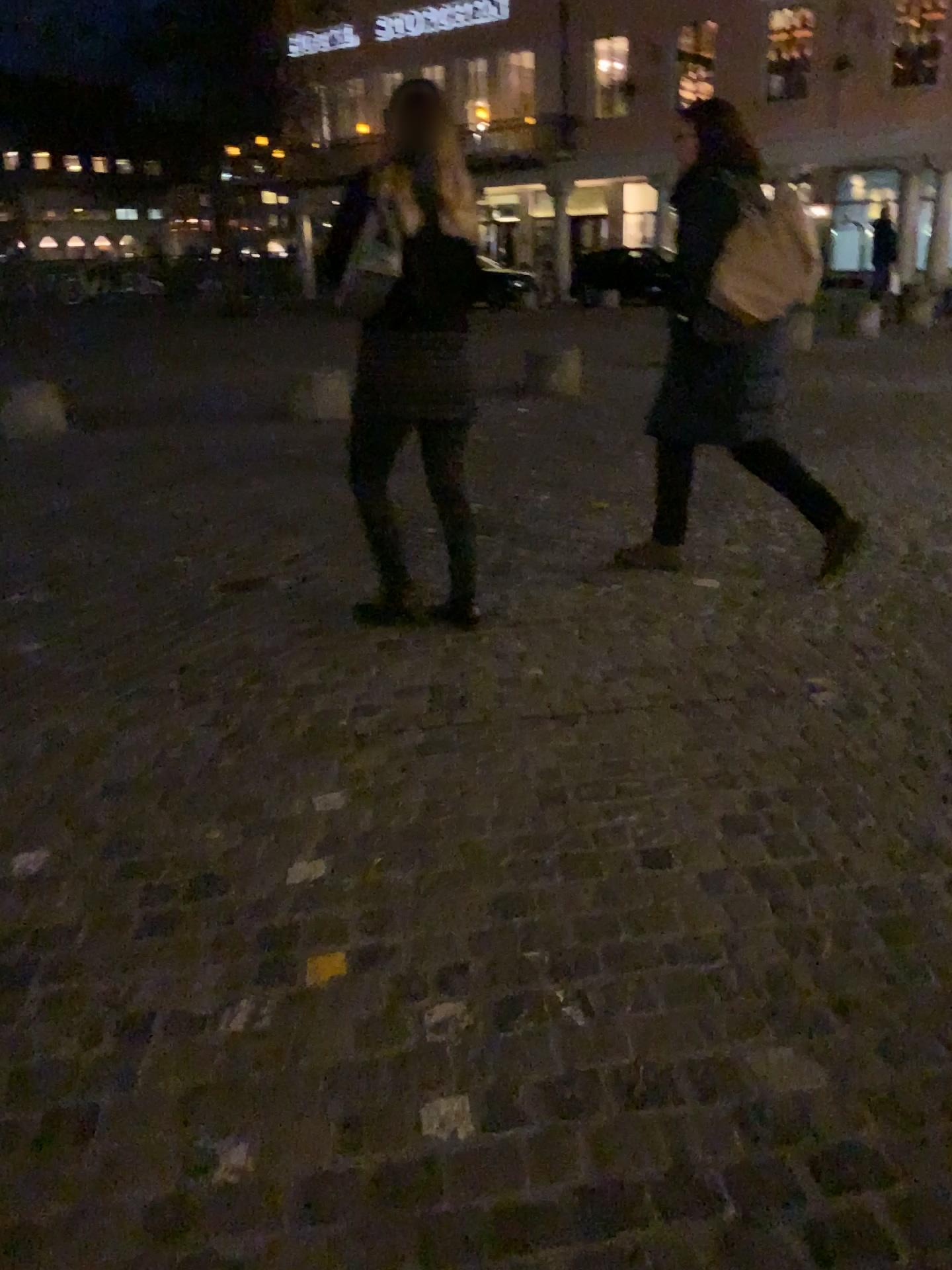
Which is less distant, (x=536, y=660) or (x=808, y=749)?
(x=808, y=749)
